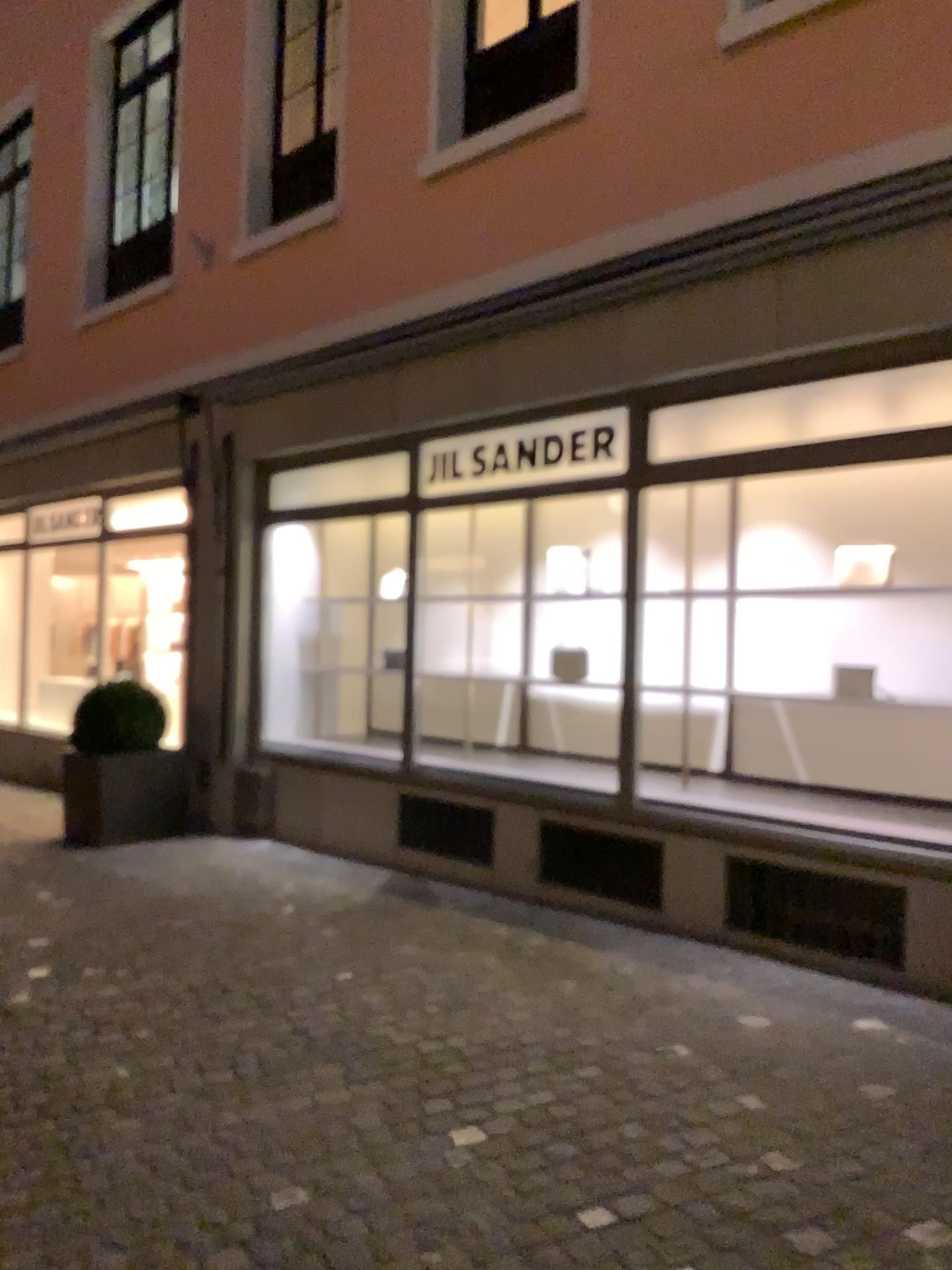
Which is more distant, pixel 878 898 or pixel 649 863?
pixel 649 863

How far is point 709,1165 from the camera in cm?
263

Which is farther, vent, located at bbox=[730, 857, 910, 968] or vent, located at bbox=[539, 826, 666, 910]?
vent, located at bbox=[539, 826, 666, 910]
